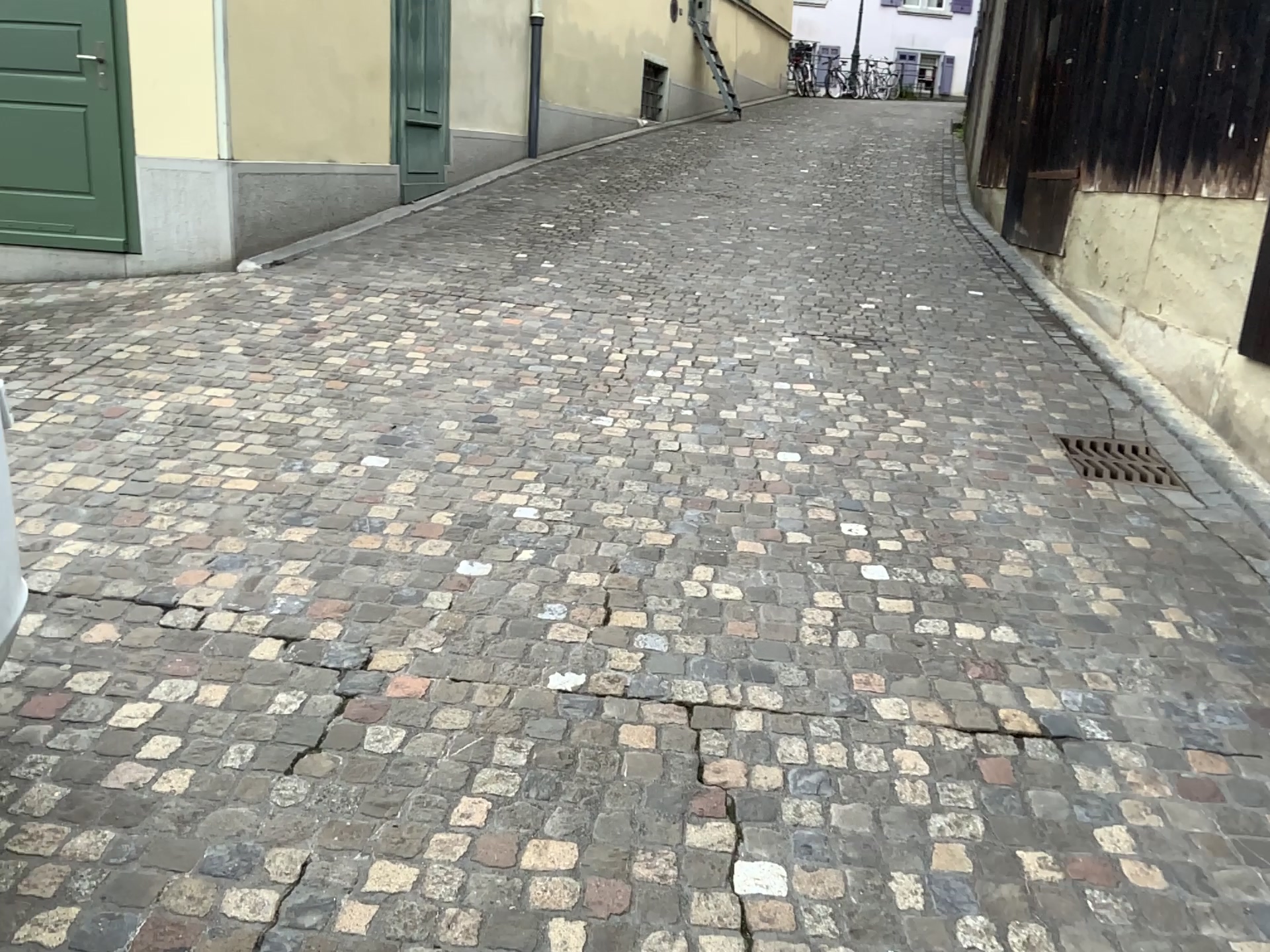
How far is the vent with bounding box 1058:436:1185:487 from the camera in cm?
410

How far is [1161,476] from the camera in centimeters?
410cm

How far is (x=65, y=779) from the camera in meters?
2.1 m
